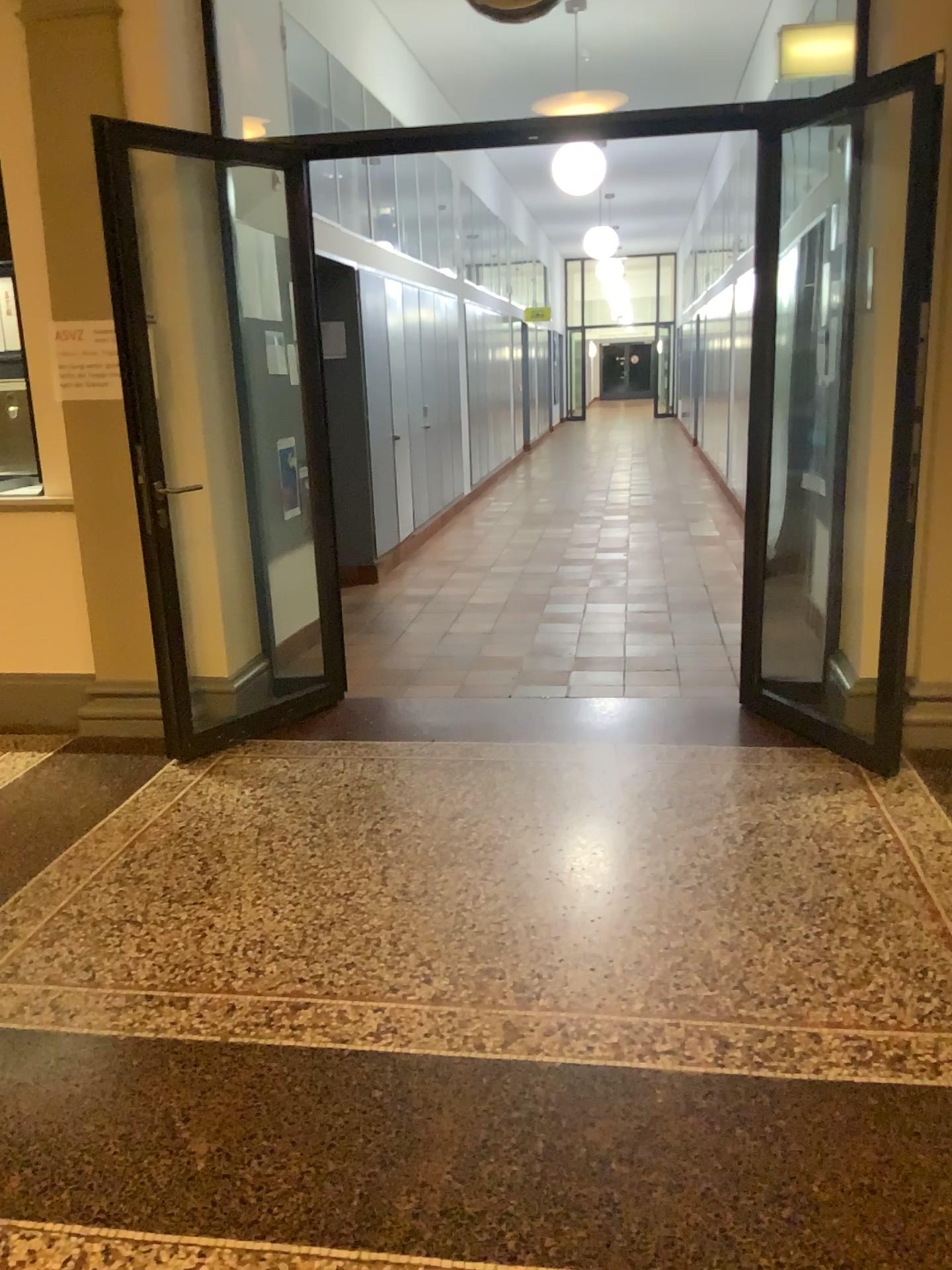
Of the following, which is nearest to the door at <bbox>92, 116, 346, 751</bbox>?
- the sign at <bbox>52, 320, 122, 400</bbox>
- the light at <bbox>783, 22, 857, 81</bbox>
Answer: the sign at <bbox>52, 320, 122, 400</bbox>

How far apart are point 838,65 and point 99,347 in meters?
3.2 m

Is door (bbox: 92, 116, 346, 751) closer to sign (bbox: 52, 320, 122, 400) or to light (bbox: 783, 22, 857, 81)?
sign (bbox: 52, 320, 122, 400)

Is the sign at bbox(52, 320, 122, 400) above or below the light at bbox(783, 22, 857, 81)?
below

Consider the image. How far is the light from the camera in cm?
424

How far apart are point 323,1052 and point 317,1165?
0.35m

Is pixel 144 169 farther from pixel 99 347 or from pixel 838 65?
pixel 838 65

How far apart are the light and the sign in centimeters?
307cm

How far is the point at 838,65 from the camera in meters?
4.2 m
